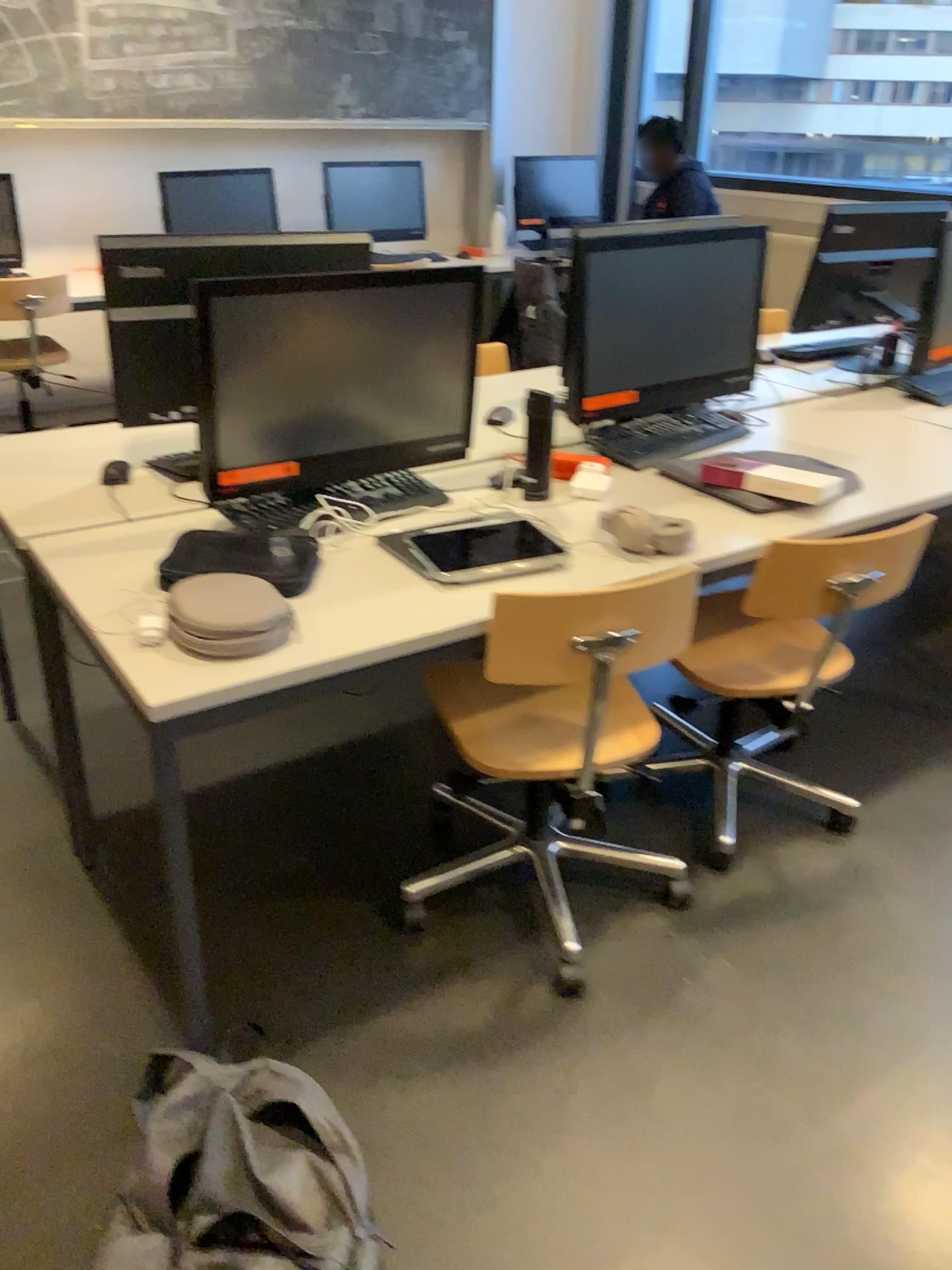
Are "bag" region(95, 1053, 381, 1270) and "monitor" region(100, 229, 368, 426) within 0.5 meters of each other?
no

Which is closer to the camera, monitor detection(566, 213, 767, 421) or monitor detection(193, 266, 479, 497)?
monitor detection(193, 266, 479, 497)

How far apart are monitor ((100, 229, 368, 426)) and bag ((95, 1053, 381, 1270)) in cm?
120

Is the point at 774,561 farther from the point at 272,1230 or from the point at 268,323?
the point at 272,1230

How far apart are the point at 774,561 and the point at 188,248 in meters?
1.3 m

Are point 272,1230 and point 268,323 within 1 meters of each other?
no

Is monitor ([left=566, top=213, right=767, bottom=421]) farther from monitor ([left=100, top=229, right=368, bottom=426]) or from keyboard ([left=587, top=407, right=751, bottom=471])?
monitor ([left=100, top=229, right=368, bottom=426])

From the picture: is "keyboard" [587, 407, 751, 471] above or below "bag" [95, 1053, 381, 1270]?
above

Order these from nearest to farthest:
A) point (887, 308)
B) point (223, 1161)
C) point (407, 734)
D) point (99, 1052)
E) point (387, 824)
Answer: point (223, 1161)
point (99, 1052)
point (387, 824)
point (407, 734)
point (887, 308)

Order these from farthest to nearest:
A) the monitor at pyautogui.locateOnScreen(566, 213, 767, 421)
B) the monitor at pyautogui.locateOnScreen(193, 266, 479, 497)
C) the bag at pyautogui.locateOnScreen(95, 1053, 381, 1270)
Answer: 1. the monitor at pyautogui.locateOnScreen(566, 213, 767, 421)
2. the monitor at pyautogui.locateOnScreen(193, 266, 479, 497)
3. the bag at pyautogui.locateOnScreen(95, 1053, 381, 1270)
